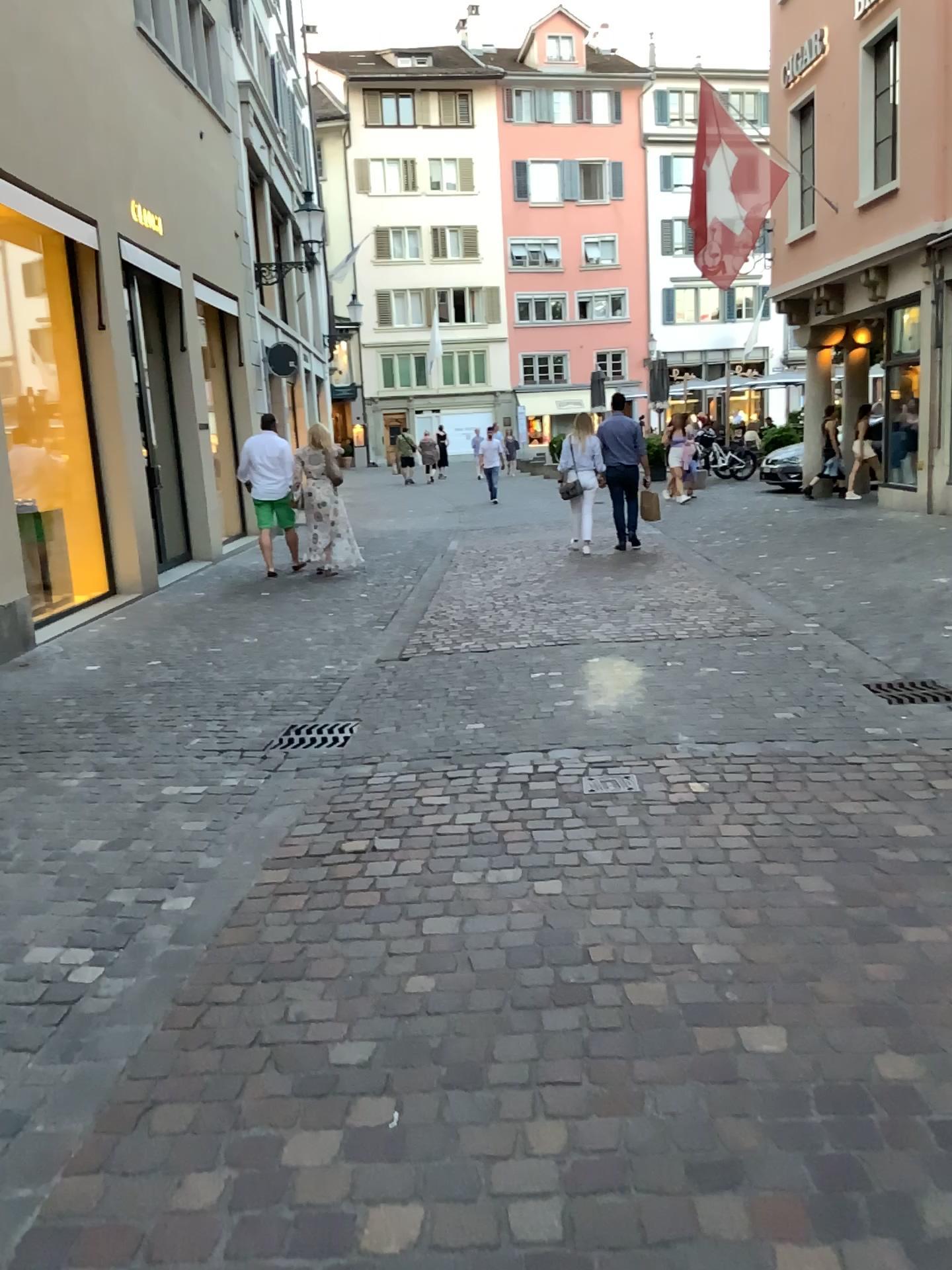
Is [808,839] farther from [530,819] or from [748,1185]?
[748,1185]
